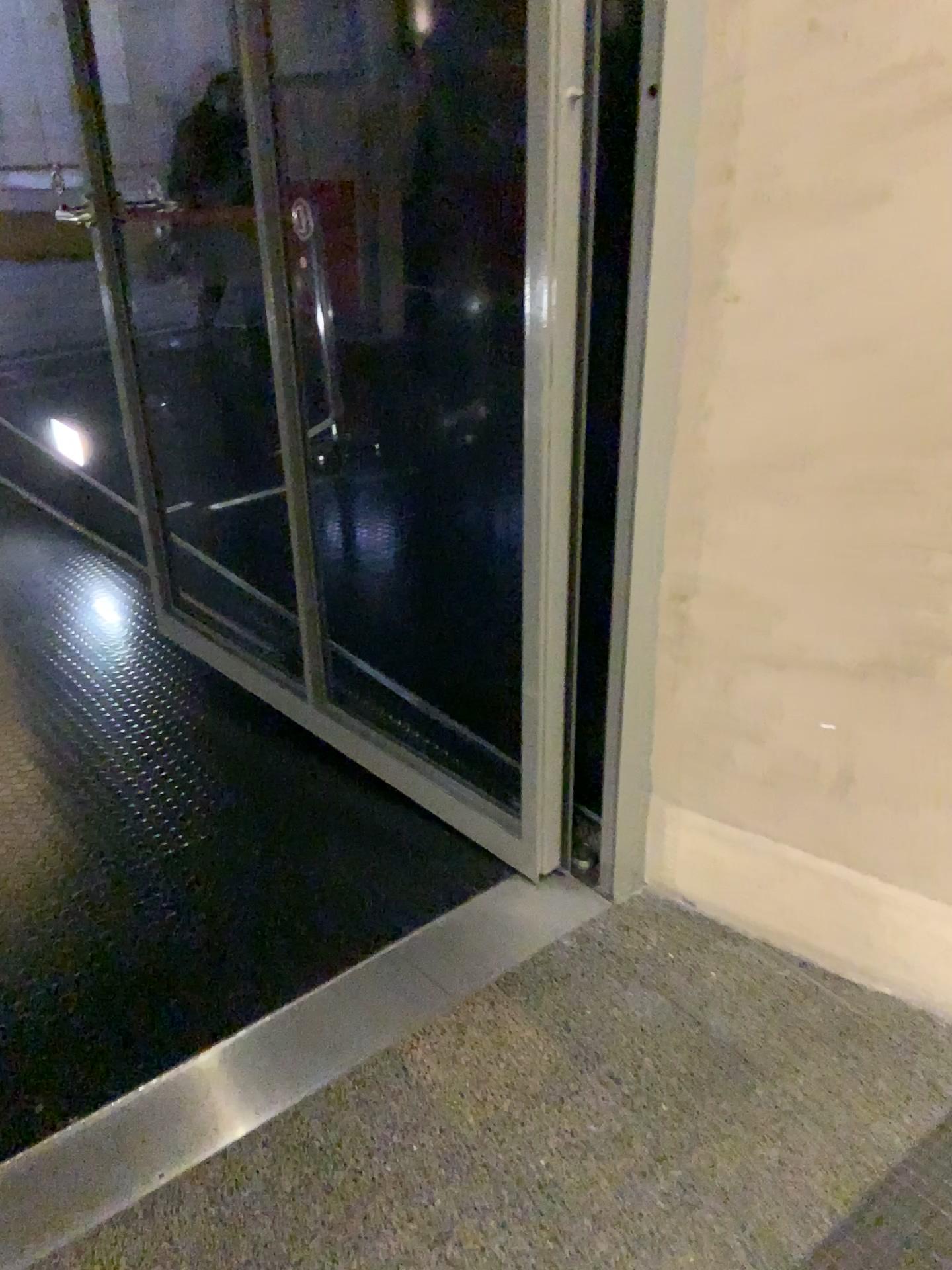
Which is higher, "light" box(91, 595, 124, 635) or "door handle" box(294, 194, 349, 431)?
"door handle" box(294, 194, 349, 431)

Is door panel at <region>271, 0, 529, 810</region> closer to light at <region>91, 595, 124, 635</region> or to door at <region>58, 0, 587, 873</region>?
door at <region>58, 0, 587, 873</region>

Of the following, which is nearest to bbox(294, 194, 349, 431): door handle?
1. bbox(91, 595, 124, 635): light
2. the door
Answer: the door

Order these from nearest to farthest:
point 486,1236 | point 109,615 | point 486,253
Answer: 1. point 486,1236
2. point 486,253
3. point 109,615

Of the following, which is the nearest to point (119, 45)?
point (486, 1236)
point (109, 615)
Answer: point (109, 615)

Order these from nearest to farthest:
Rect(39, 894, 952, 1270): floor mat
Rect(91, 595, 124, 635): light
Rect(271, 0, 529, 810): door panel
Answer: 1. Rect(39, 894, 952, 1270): floor mat
2. Rect(271, 0, 529, 810): door panel
3. Rect(91, 595, 124, 635): light

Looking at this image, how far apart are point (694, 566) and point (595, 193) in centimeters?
54cm

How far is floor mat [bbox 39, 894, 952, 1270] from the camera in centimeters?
131cm

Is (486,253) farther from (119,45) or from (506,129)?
(119,45)

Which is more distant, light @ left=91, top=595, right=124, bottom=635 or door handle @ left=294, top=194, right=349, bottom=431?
light @ left=91, top=595, right=124, bottom=635
